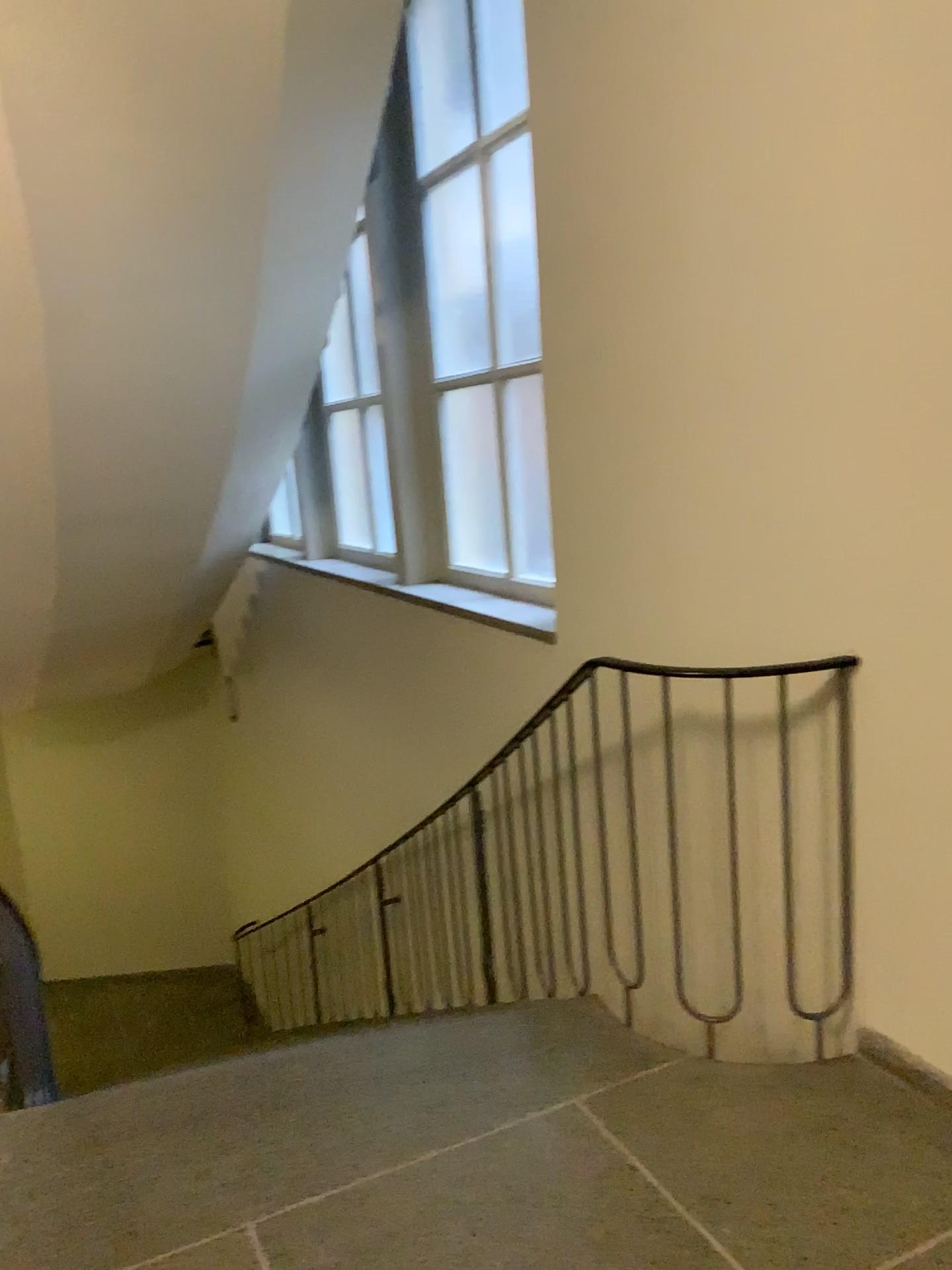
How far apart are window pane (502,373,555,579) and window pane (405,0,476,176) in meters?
1.1

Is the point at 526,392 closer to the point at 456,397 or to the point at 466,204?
the point at 456,397

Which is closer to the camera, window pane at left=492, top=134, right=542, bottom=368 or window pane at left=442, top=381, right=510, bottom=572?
window pane at left=492, top=134, right=542, bottom=368

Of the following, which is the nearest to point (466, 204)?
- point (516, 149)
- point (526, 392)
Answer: point (516, 149)

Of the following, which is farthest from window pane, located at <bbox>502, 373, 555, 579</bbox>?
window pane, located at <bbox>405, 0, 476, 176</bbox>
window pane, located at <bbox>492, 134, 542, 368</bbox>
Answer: window pane, located at <bbox>405, 0, 476, 176</bbox>

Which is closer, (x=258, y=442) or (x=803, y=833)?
(x=803, y=833)

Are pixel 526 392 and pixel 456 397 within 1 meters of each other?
Result: yes

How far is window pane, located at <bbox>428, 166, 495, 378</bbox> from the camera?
4.3 meters

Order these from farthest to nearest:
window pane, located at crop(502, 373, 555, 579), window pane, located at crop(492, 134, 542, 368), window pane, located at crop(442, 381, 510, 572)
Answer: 1. window pane, located at crop(442, 381, 510, 572)
2. window pane, located at crop(502, 373, 555, 579)
3. window pane, located at crop(492, 134, 542, 368)

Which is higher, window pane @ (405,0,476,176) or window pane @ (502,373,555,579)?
window pane @ (405,0,476,176)
